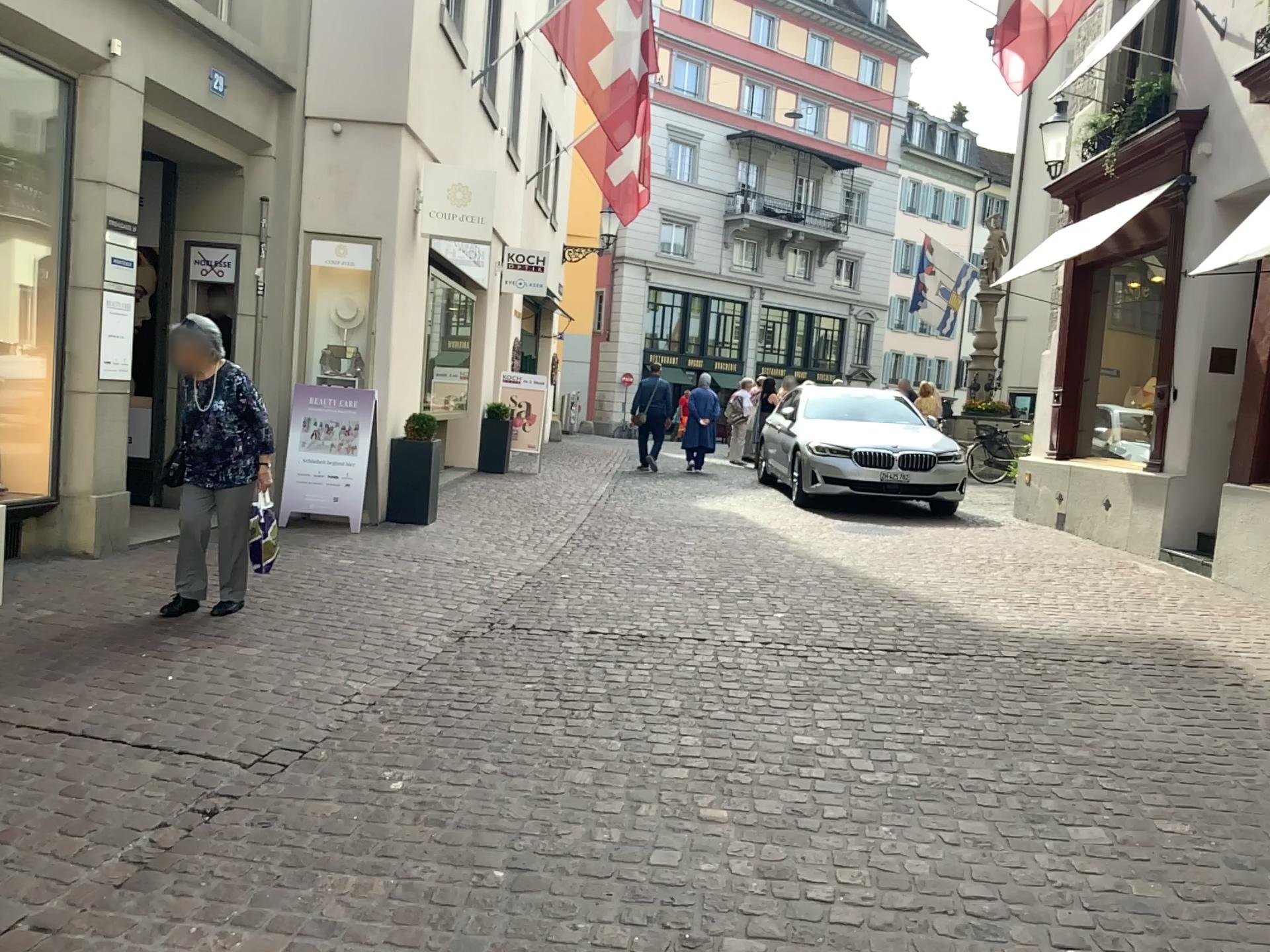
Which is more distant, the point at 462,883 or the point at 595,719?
the point at 595,719
